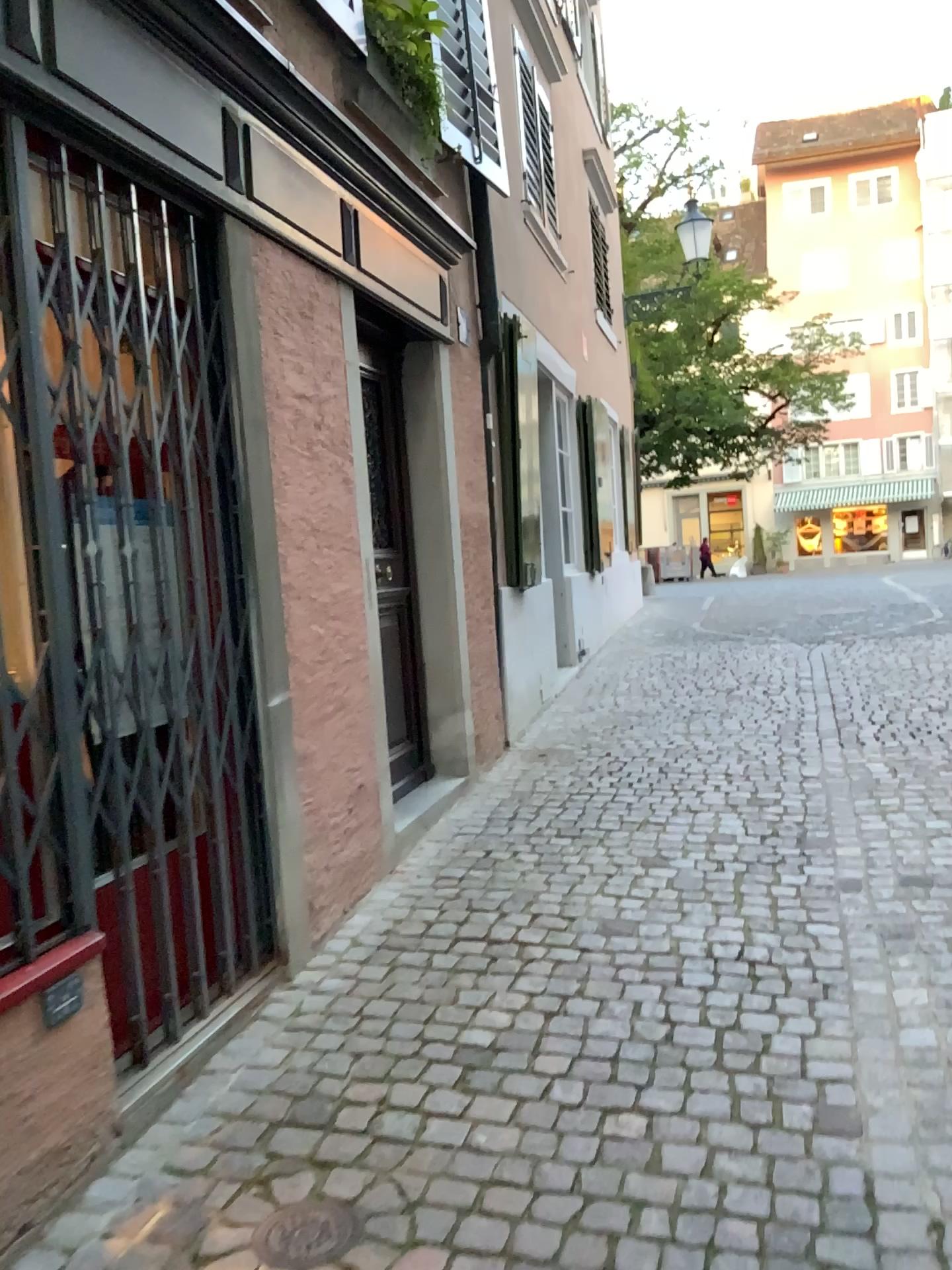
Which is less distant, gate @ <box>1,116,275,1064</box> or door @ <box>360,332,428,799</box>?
gate @ <box>1,116,275,1064</box>

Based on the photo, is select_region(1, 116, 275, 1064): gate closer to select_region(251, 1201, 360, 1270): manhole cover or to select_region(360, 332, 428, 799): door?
select_region(251, 1201, 360, 1270): manhole cover

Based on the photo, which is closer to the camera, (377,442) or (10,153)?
(10,153)

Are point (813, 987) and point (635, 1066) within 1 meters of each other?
yes

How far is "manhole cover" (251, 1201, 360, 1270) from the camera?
1.88m

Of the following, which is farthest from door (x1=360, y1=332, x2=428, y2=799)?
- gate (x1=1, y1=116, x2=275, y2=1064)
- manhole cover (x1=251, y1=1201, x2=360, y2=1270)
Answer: manhole cover (x1=251, y1=1201, x2=360, y2=1270)

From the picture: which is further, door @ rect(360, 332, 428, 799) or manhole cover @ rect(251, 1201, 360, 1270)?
door @ rect(360, 332, 428, 799)

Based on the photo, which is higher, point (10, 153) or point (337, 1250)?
point (10, 153)

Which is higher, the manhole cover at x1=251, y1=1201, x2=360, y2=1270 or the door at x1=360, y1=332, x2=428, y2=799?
the door at x1=360, y1=332, x2=428, y2=799

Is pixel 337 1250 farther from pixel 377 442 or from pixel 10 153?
pixel 377 442
